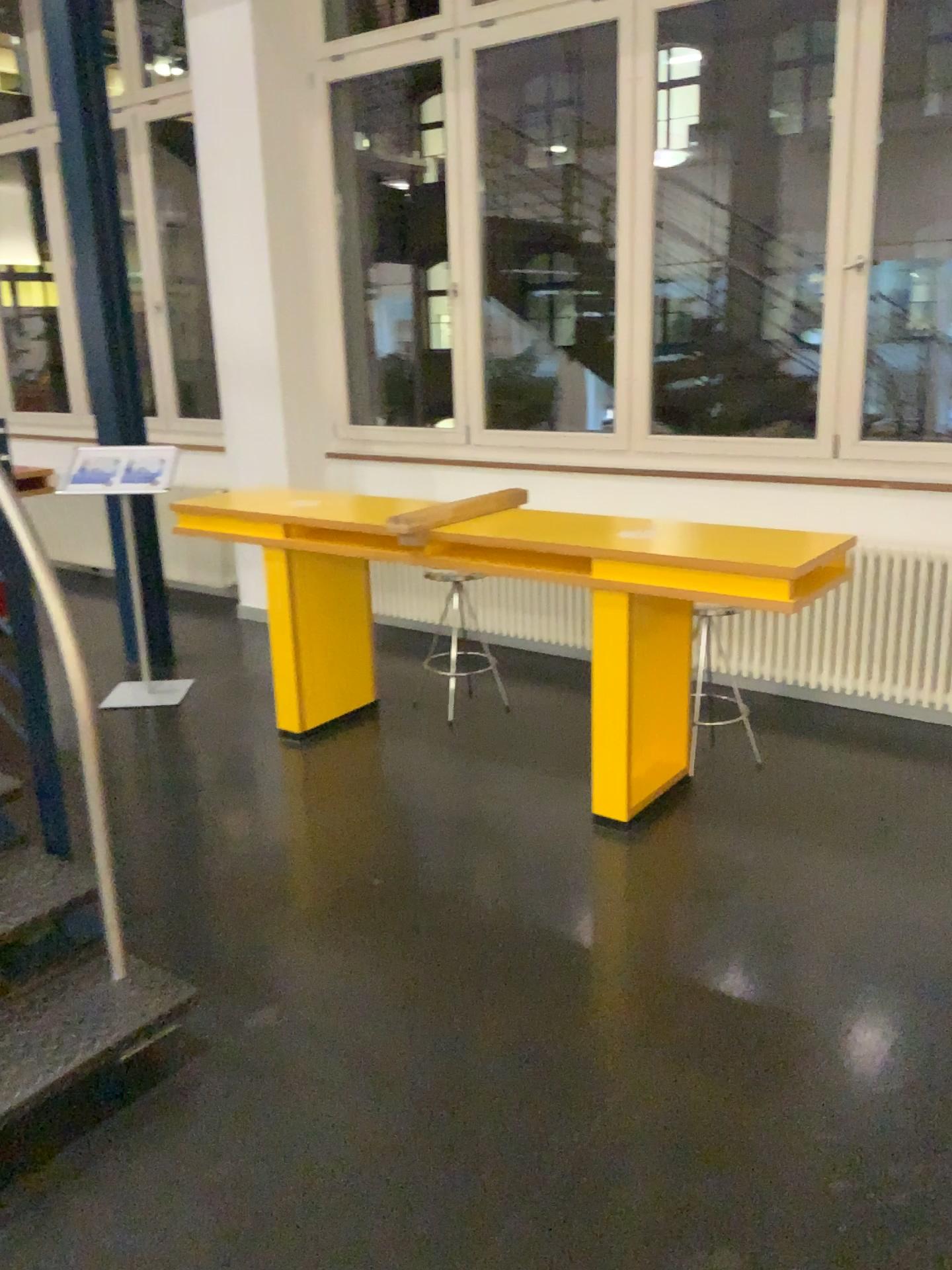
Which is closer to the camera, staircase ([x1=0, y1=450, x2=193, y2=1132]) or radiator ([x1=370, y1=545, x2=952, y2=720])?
staircase ([x1=0, y1=450, x2=193, y2=1132])

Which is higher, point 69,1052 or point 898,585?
→ point 898,585

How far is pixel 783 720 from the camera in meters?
4.0 m

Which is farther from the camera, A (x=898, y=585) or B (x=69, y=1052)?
A (x=898, y=585)
